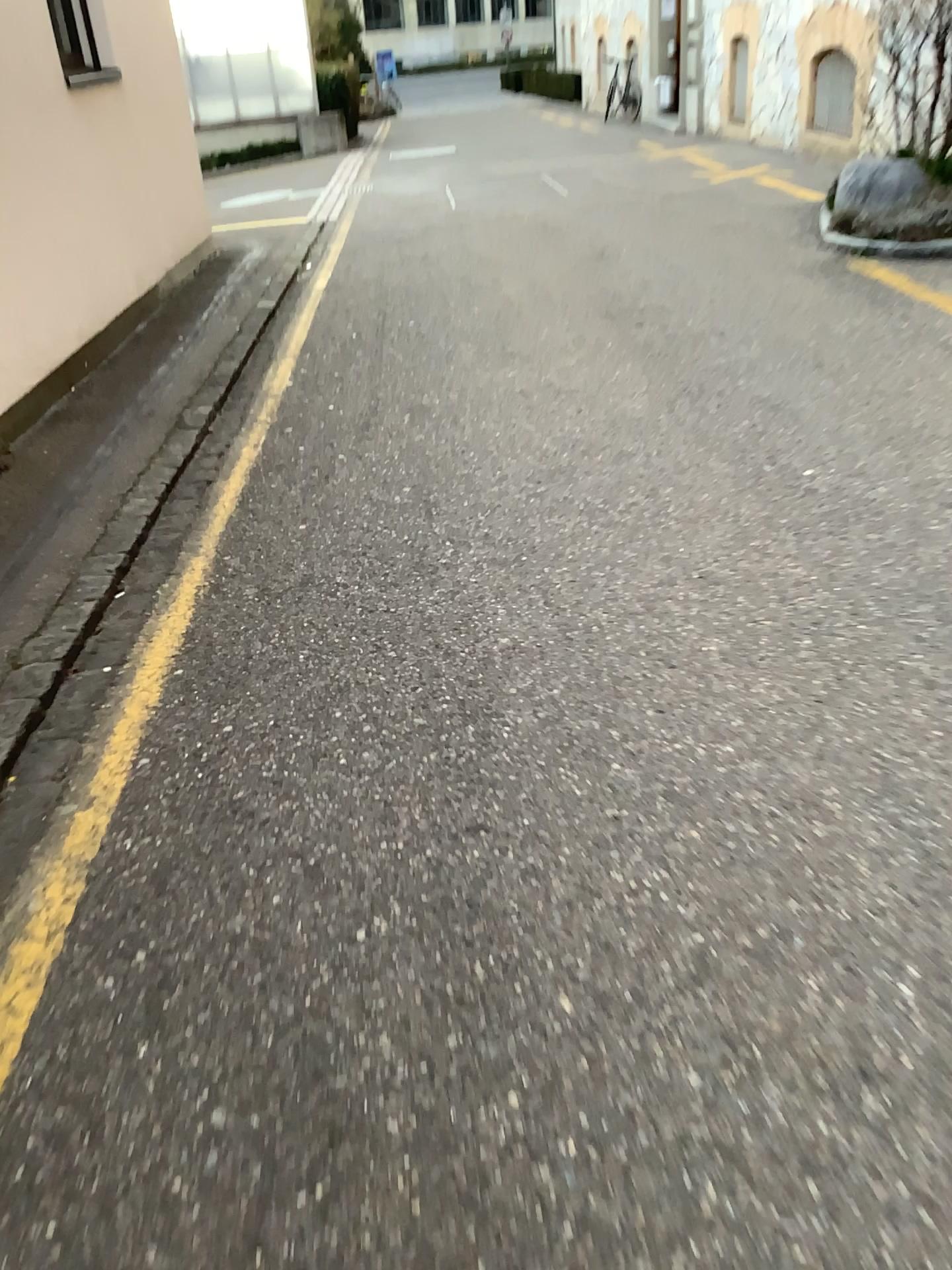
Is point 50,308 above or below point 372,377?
above
